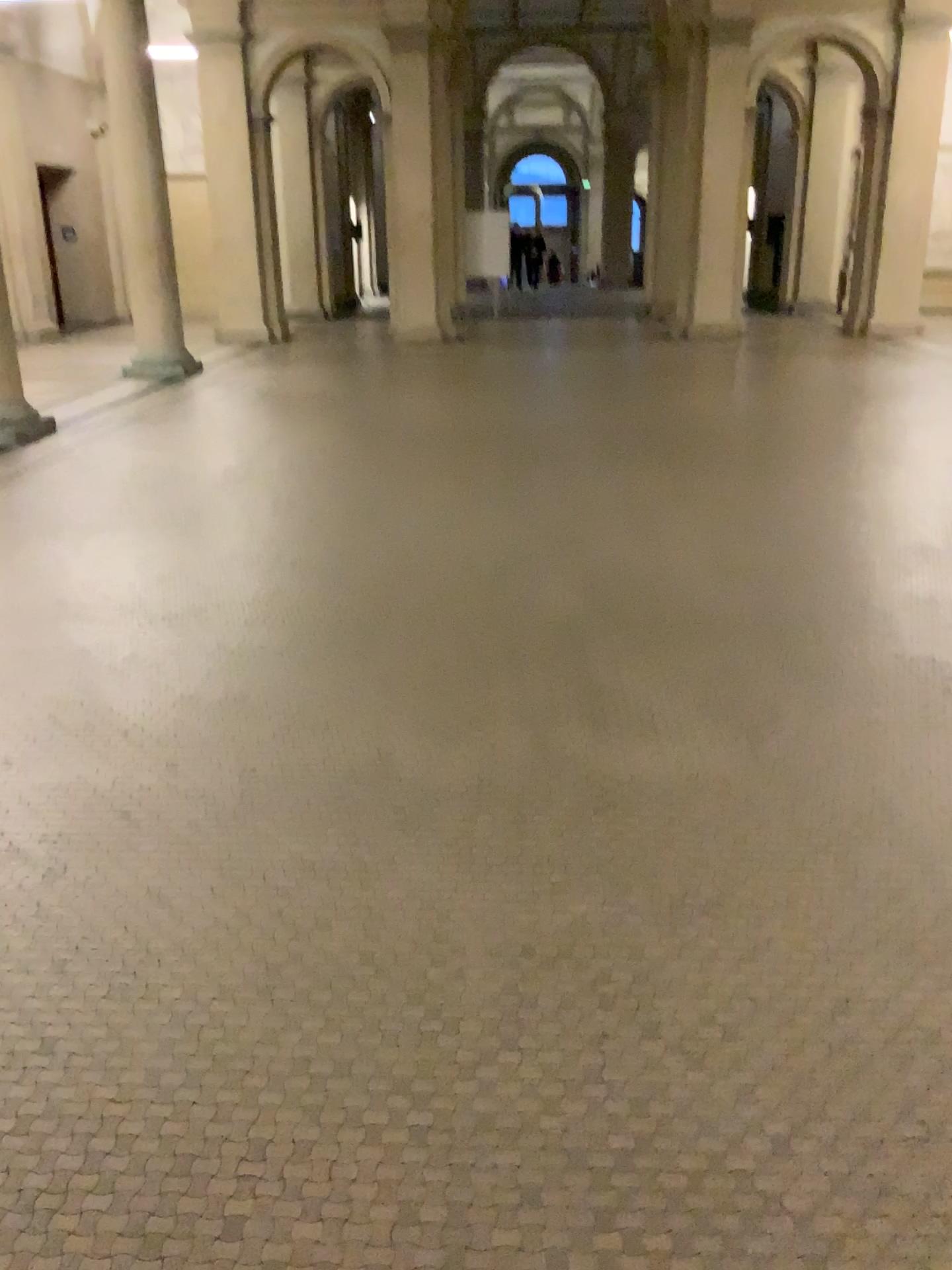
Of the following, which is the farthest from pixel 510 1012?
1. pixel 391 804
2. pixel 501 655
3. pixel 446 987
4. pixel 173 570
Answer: pixel 173 570
